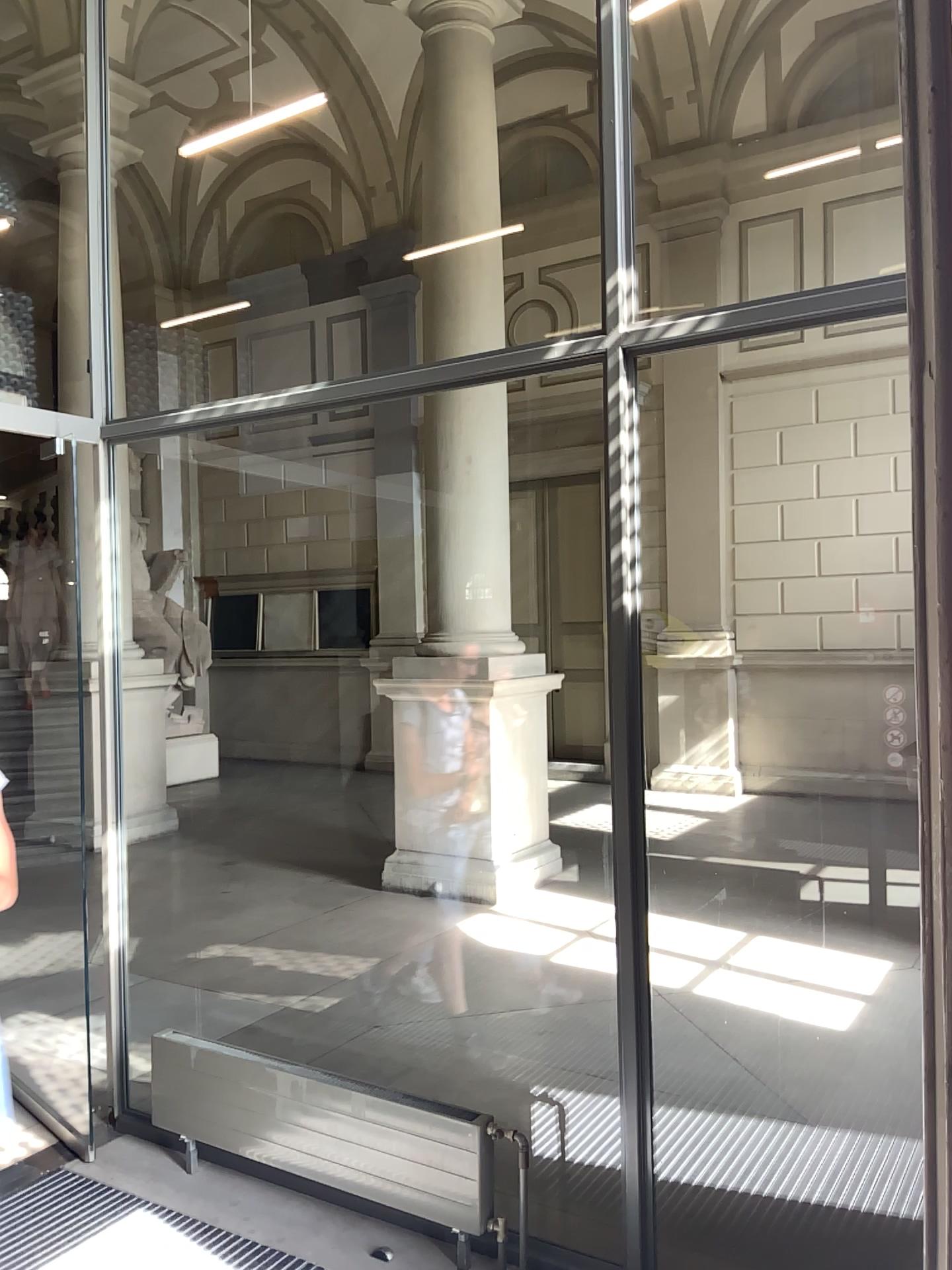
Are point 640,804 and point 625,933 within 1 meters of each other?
yes
